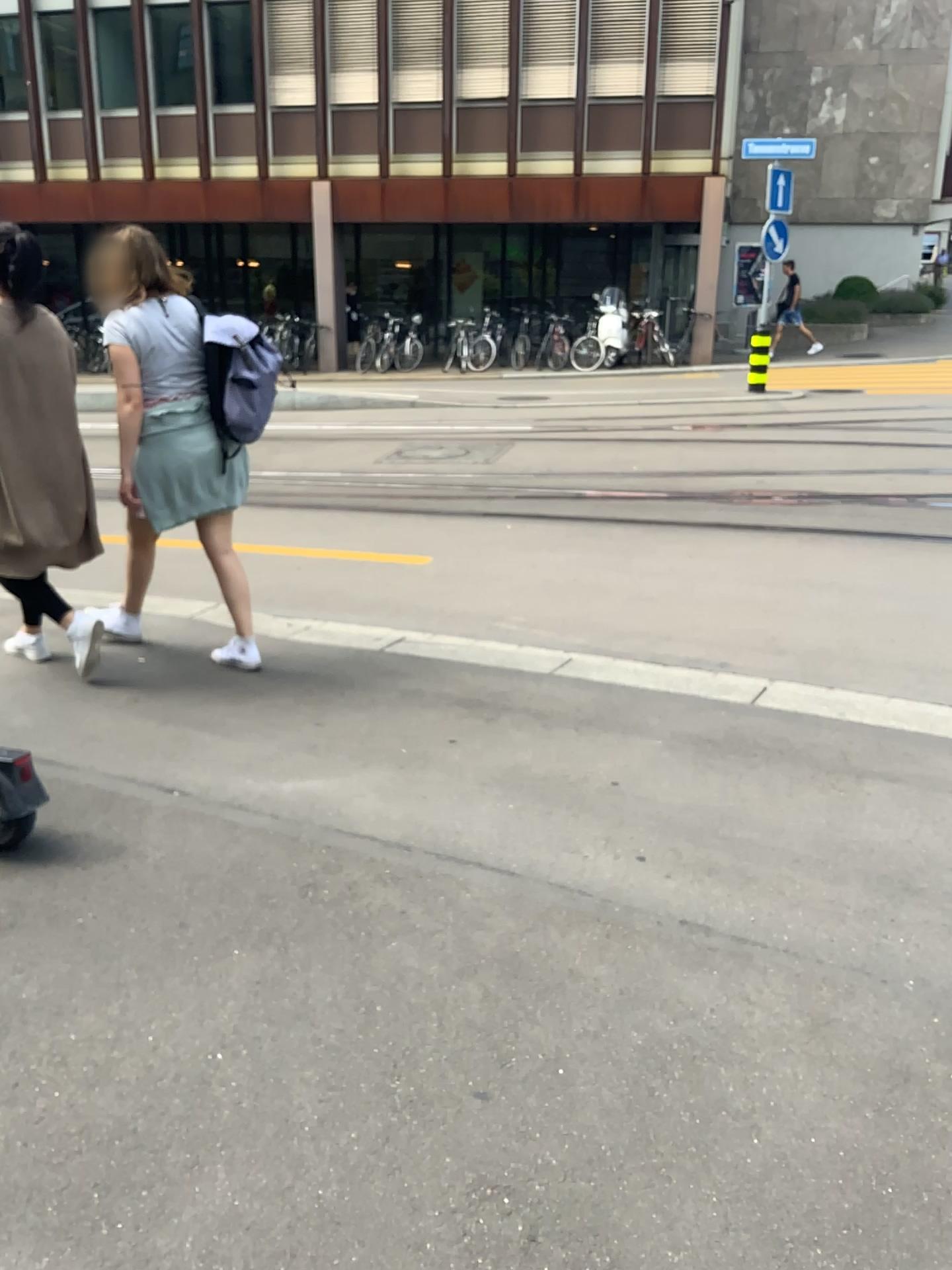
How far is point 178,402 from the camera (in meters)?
3.98

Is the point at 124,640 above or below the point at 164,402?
below

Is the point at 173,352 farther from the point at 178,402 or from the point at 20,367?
the point at 20,367

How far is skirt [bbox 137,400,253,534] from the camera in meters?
4.0

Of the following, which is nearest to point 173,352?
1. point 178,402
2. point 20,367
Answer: point 178,402
